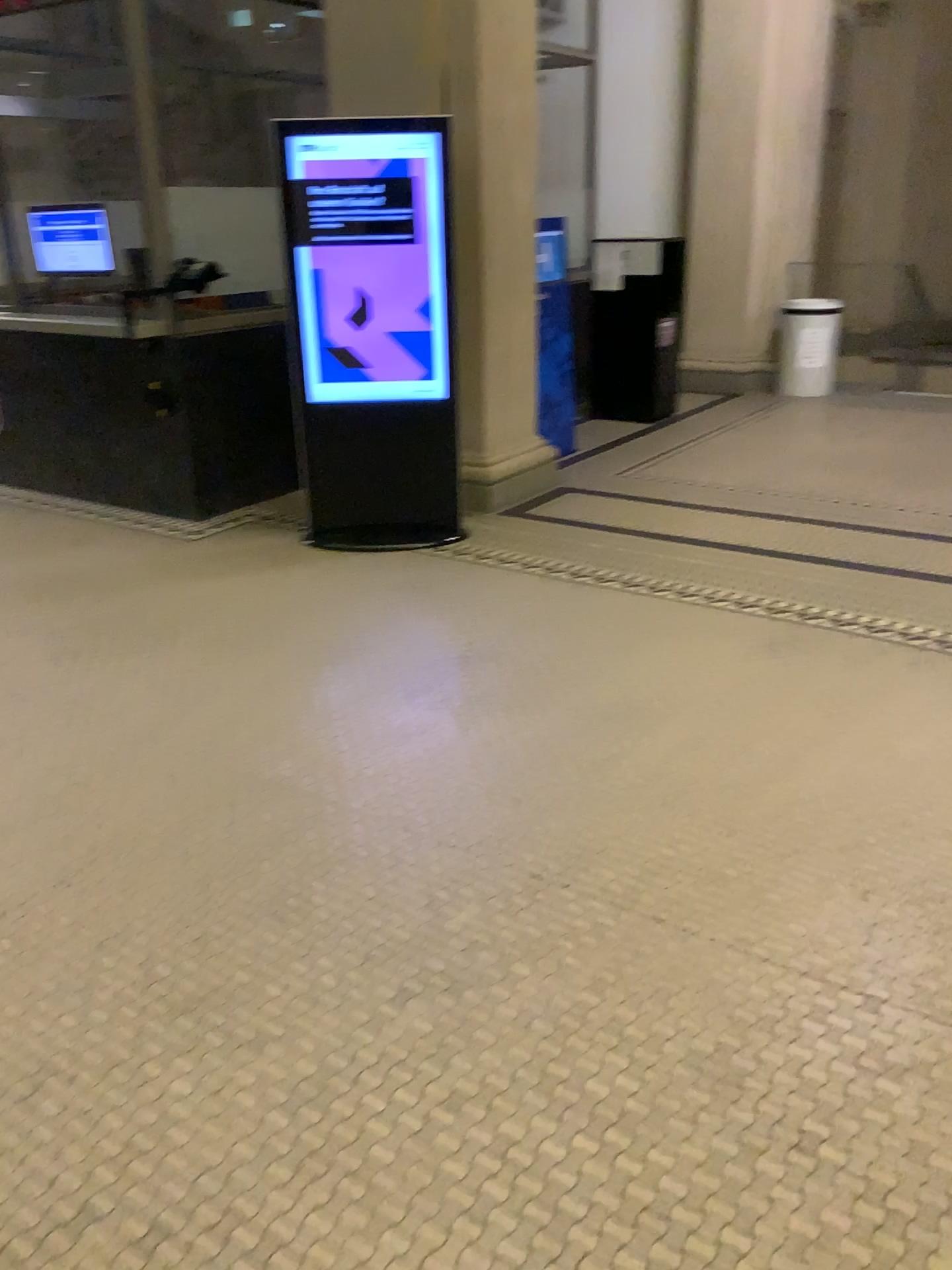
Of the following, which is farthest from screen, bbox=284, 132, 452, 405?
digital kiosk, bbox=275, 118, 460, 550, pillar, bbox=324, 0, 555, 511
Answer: pillar, bbox=324, 0, 555, 511

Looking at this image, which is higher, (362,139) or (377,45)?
(377,45)

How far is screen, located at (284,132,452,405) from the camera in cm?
450

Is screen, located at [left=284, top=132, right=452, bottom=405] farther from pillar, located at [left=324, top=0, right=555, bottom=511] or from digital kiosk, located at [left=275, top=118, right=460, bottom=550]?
pillar, located at [left=324, top=0, right=555, bottom=511]

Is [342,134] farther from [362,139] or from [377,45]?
[377,45]

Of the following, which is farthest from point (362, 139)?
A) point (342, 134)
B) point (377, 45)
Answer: point (377, 45)

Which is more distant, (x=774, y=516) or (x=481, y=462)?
(x=481, y=462)
